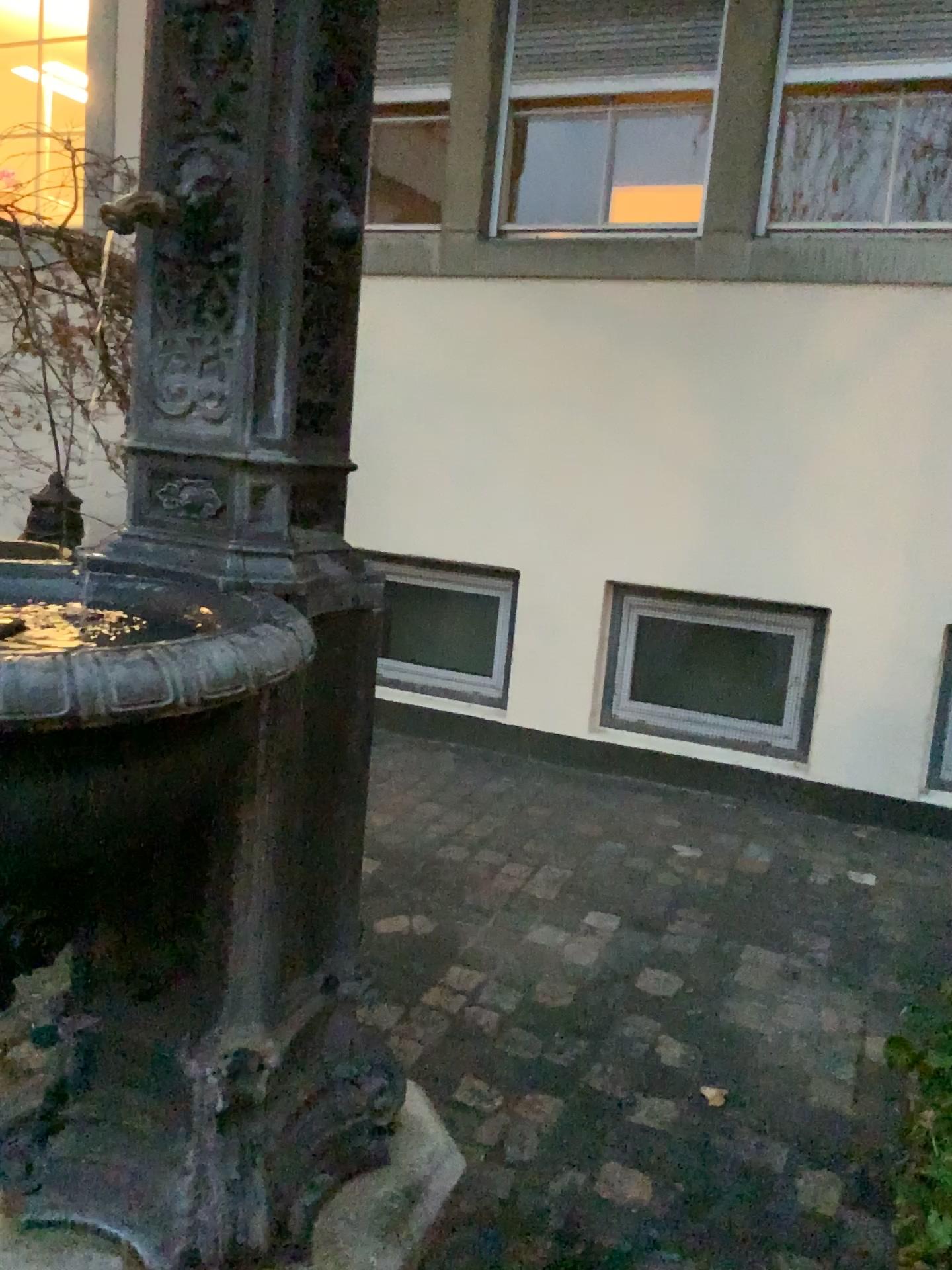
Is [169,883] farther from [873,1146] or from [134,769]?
[873,1146]

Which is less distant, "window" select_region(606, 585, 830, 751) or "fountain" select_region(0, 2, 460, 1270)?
"fountain" select_region(0, 2, 460, 1270)

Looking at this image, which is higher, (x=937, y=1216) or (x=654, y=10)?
(x=654, y=10)

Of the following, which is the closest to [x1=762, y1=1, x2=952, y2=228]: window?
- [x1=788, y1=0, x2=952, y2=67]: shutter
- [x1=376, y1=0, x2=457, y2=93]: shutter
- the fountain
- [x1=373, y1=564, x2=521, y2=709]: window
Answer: [x1=788, y1=0, x2=952, y2=67]: shutter

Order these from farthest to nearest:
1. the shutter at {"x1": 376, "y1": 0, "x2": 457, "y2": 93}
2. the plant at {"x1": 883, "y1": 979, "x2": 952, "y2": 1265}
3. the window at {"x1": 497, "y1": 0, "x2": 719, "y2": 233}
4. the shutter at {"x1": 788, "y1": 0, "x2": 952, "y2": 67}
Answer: the shutter at {"x1": 376, "y1": 0, "x2": 457, "y2": 93} → the window at {"x1": 497, "y1": 0, "x2": 719, "y2": 233} → the shutter at {"x1": 788, "y1": 0, "x2": 952, "y2": 67} → the plant at {"x1": 883, "y1": 979, "x2": 952, "y2": 1265}

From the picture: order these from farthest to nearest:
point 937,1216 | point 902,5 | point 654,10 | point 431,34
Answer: point 431,34 < point 654,10 < point 902,5 < point 937,1216

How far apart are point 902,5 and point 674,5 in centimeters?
71cm

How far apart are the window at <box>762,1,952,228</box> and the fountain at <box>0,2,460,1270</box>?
2.5m

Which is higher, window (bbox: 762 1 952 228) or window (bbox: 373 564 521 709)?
window (bbox: 762 1 952 228)

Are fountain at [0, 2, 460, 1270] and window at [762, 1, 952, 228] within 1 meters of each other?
no
